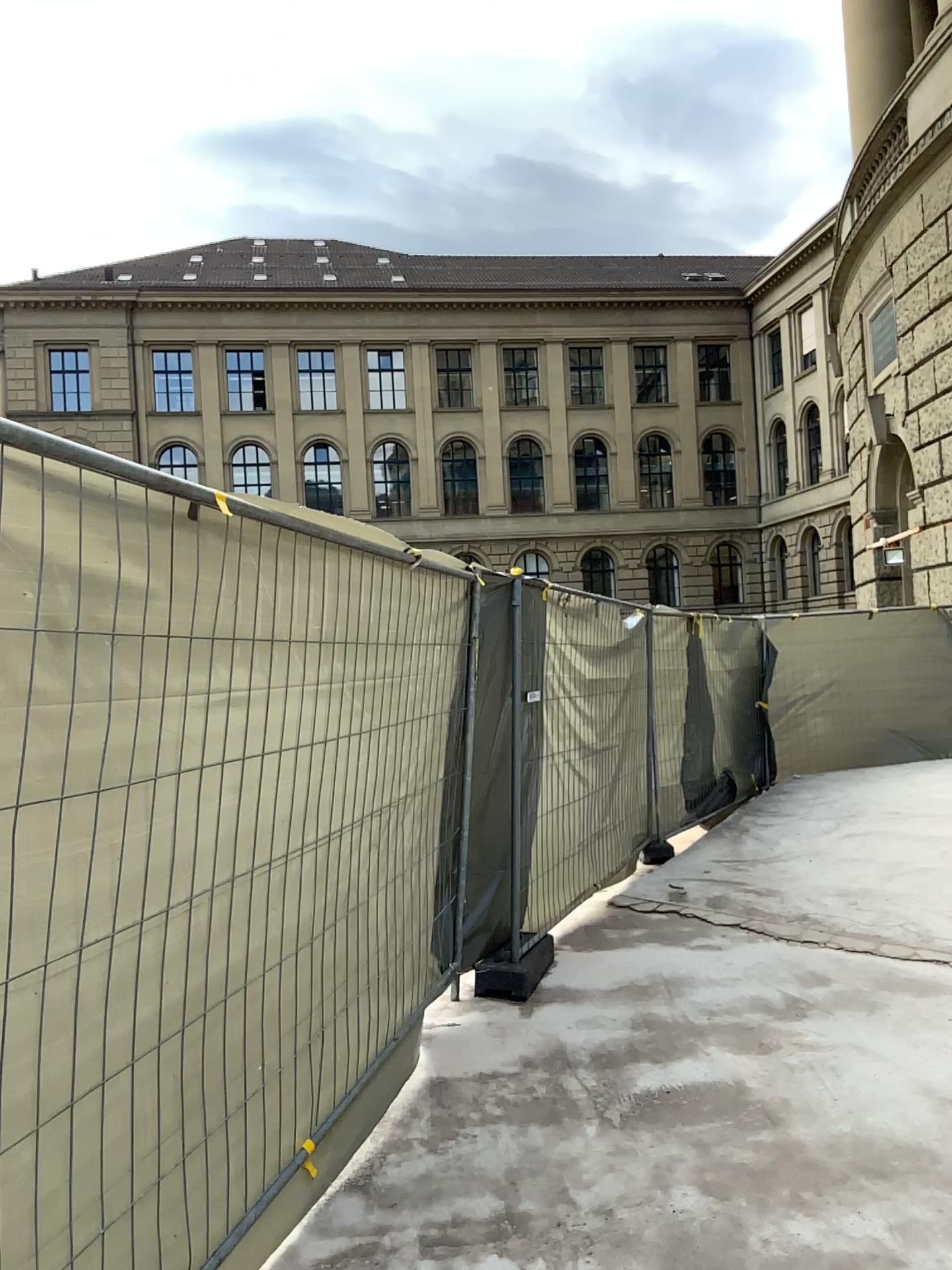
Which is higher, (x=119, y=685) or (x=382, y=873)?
(x=119, y=685)
